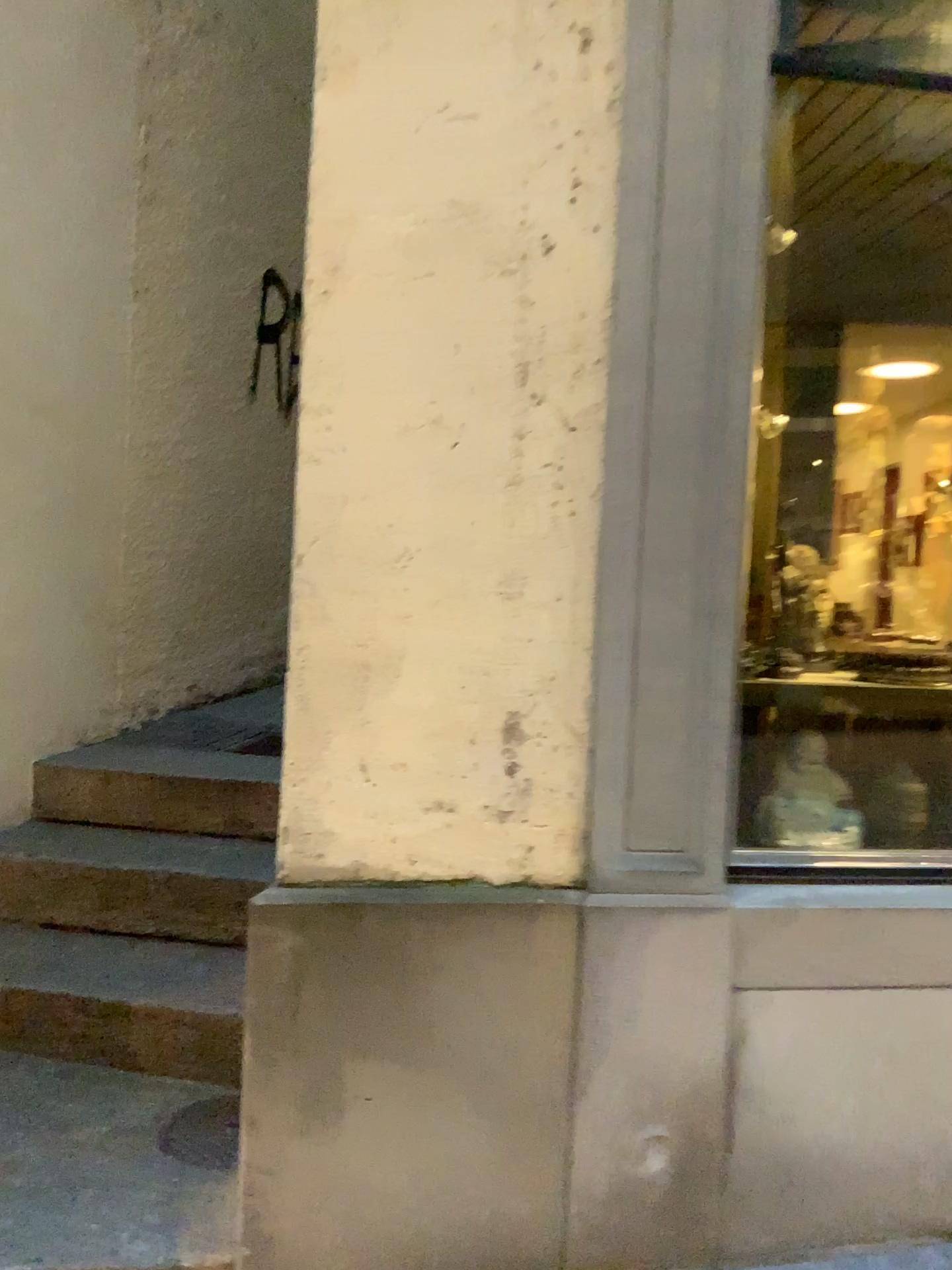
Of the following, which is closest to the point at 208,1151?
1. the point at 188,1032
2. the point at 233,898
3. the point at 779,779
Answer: the point at 188,1032

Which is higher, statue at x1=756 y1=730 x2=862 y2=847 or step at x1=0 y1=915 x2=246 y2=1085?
statue at x1=756 y1=730 x2=862 y2=847

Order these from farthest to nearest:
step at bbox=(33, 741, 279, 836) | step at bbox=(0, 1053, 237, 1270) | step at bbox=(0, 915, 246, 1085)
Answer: Answer: step at bbox=(33, 741, 279, 836) → step at bbox=(0, 915, 246, 1085) → step at bbox=(0, 1053, 237, 1270)

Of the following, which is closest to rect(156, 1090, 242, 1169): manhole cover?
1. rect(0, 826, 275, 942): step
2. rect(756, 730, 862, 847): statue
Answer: rect(0, 826, 275, 942): step

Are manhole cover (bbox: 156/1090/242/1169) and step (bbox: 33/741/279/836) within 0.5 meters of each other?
no

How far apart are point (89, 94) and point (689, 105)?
2.1 meters

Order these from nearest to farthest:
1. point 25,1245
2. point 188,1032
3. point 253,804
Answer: point 25,1245
point 188,1032
point 253,804

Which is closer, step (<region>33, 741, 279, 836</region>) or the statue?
the statue

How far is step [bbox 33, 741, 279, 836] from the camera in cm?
300

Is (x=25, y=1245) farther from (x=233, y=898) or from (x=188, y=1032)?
(x=233, y=898)
